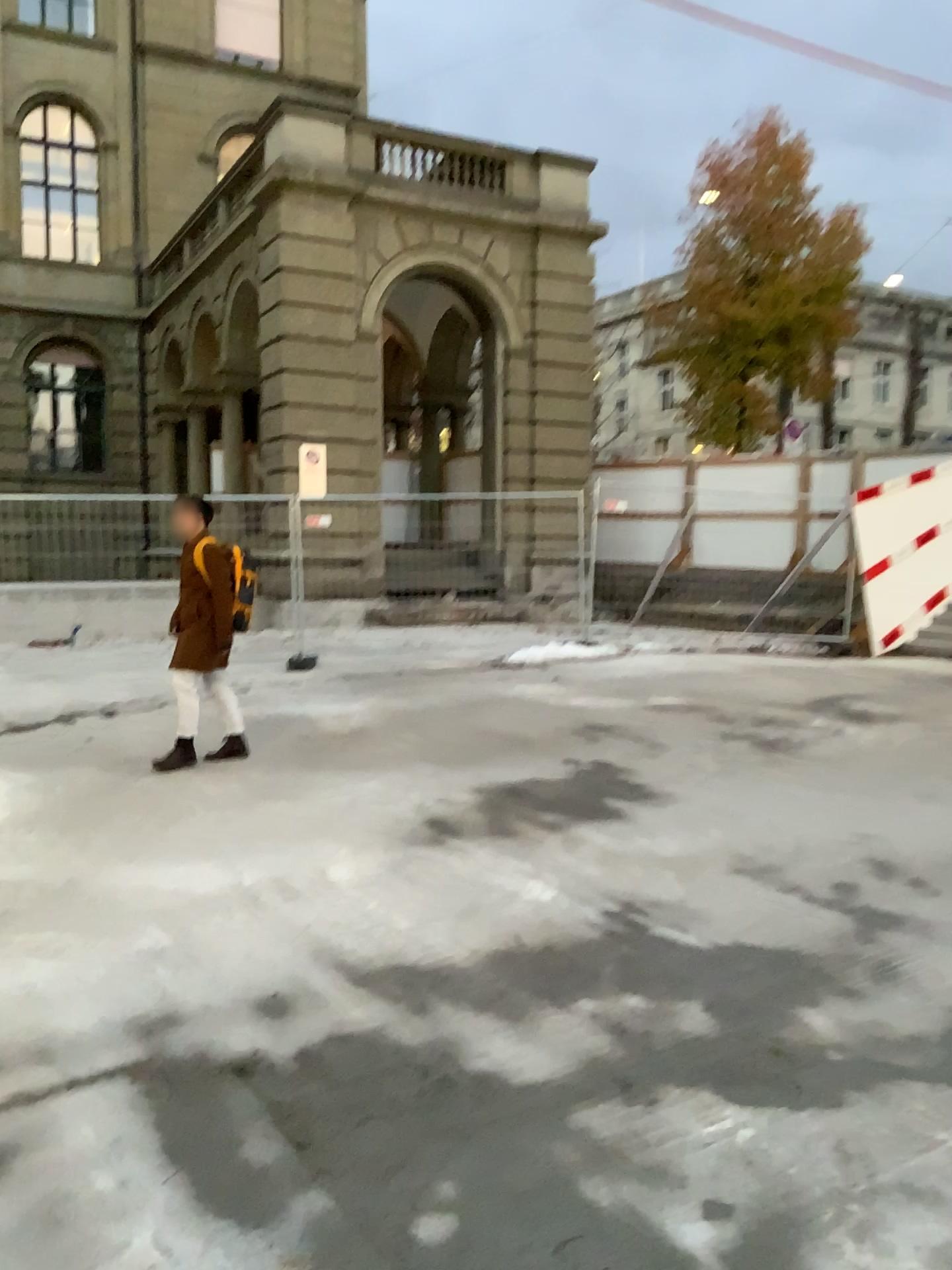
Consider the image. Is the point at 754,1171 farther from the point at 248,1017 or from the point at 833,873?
the point at 833,873
